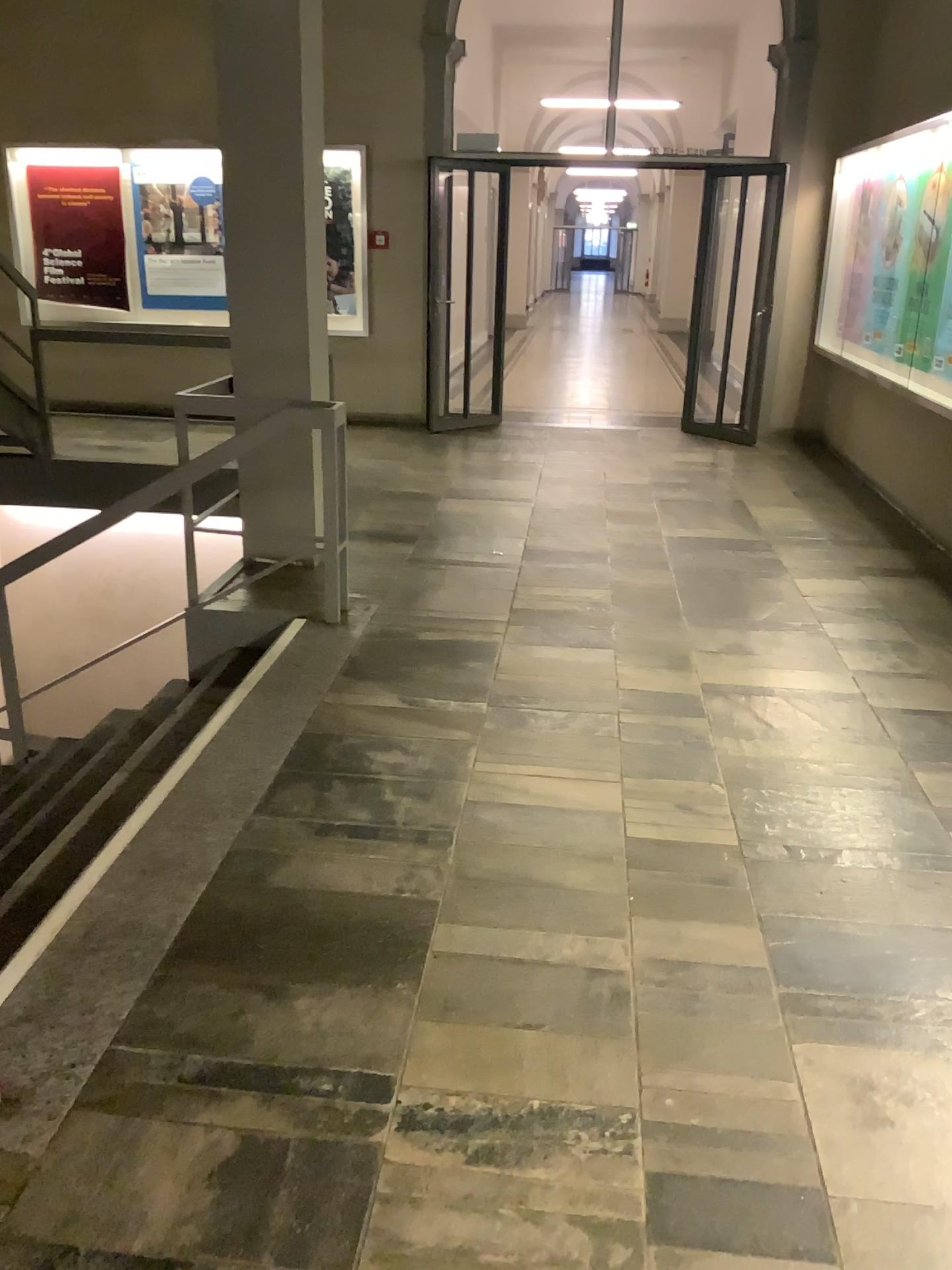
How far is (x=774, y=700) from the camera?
3.79m
